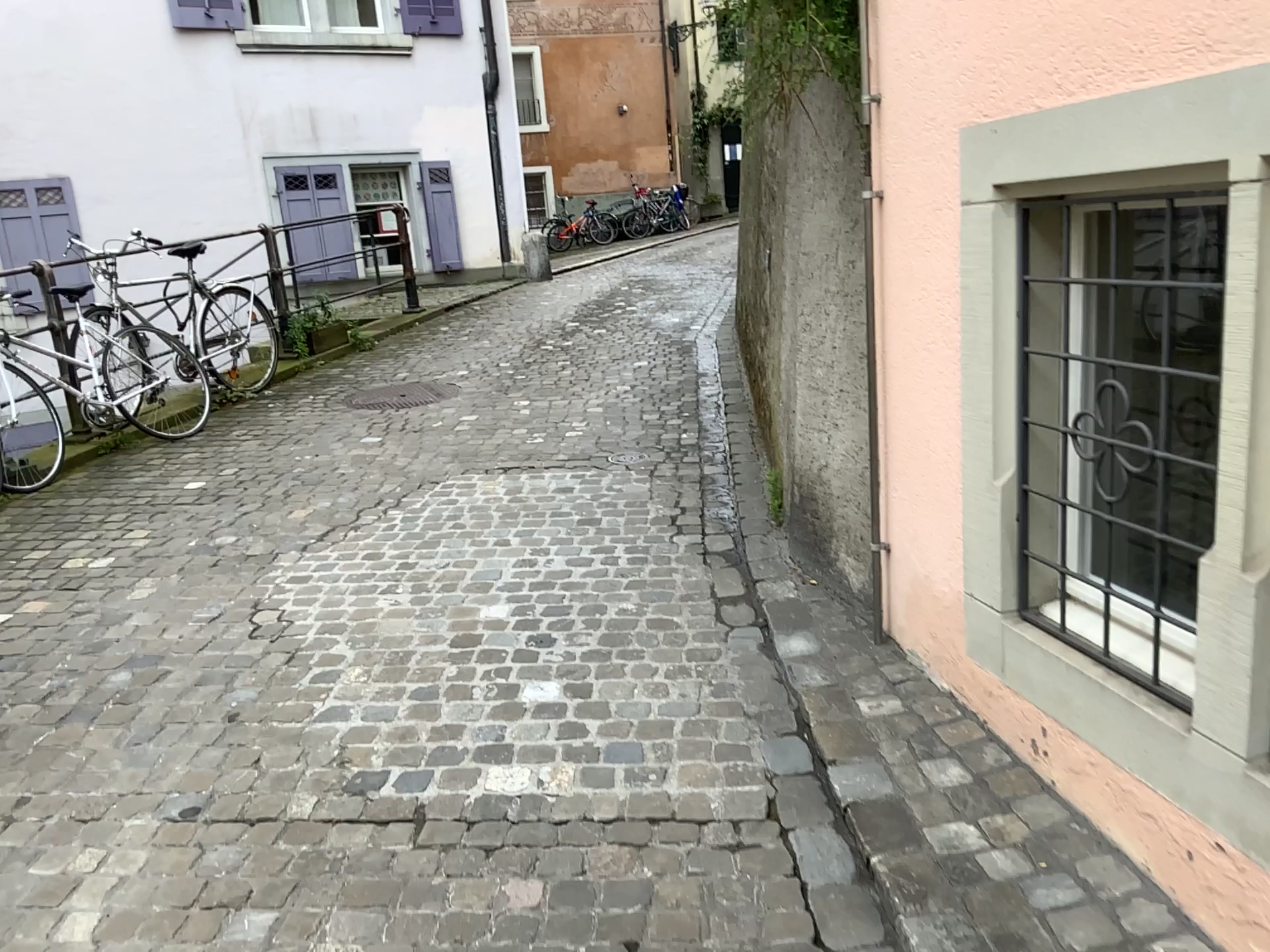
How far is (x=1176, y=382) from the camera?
2.16m

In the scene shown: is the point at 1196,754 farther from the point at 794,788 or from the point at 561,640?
Answer: the point at 561,640

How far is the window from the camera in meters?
2.2 m
